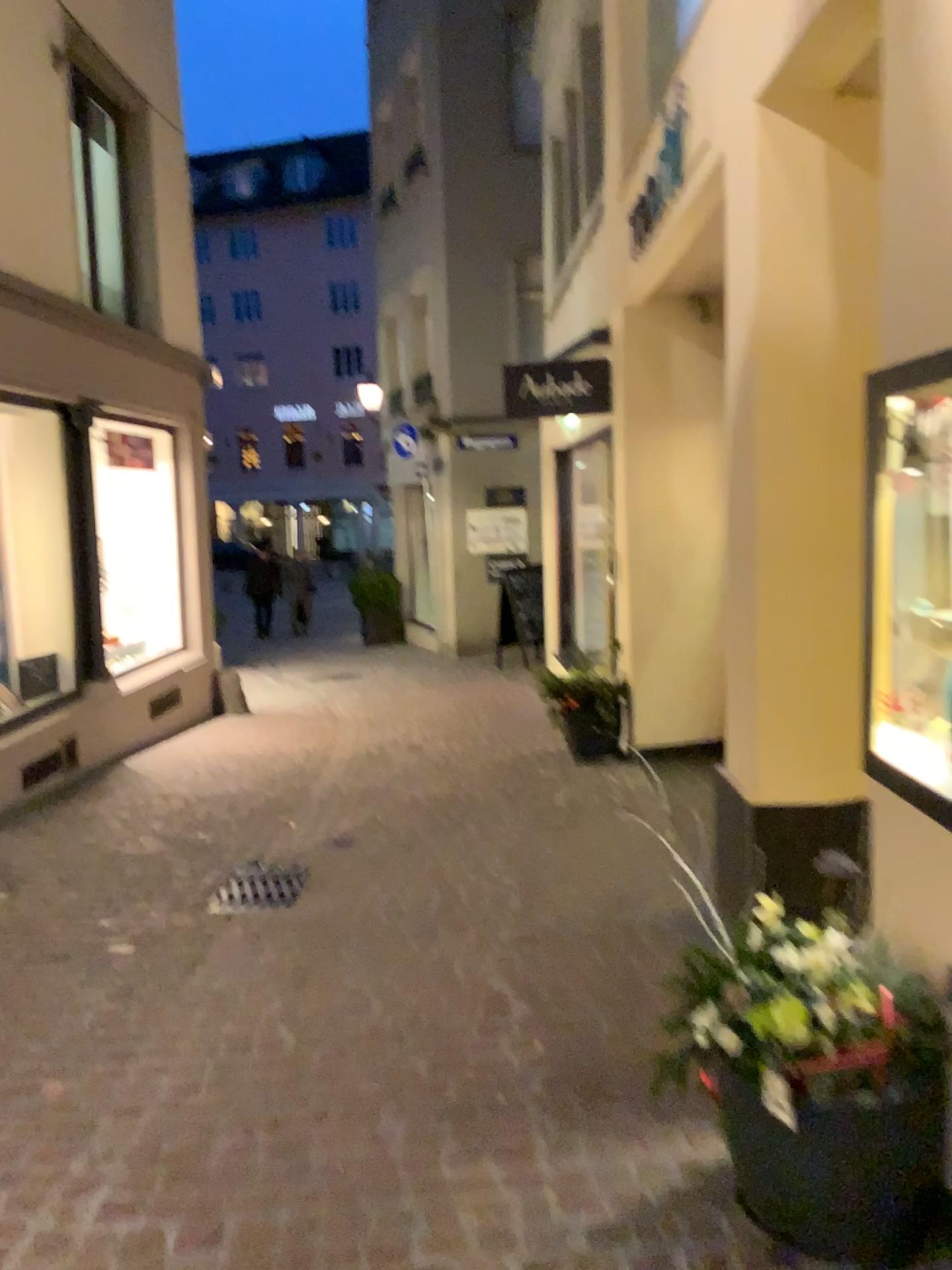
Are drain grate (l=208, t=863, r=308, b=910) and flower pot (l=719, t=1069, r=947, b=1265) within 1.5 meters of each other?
no

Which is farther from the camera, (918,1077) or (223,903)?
(223,903)

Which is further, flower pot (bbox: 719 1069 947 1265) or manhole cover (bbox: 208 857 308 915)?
manhole cover (bbox: 208 857 308 915)

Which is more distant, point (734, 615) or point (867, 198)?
point (734, 615)

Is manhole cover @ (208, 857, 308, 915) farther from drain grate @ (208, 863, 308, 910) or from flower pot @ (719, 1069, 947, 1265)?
flower pot @ (719, 1069, 947, 1265)

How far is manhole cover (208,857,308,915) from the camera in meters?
4.1

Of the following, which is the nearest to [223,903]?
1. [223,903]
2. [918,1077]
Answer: [223,903]

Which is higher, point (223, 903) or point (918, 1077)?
point (918, 1077)

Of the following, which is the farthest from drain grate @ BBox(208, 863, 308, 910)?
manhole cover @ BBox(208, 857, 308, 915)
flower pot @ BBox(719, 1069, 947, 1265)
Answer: flower pot @ BBox(719, 1069, 947, 1265)

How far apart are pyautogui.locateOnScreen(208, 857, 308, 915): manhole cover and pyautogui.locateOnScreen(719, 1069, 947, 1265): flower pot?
2.47m
